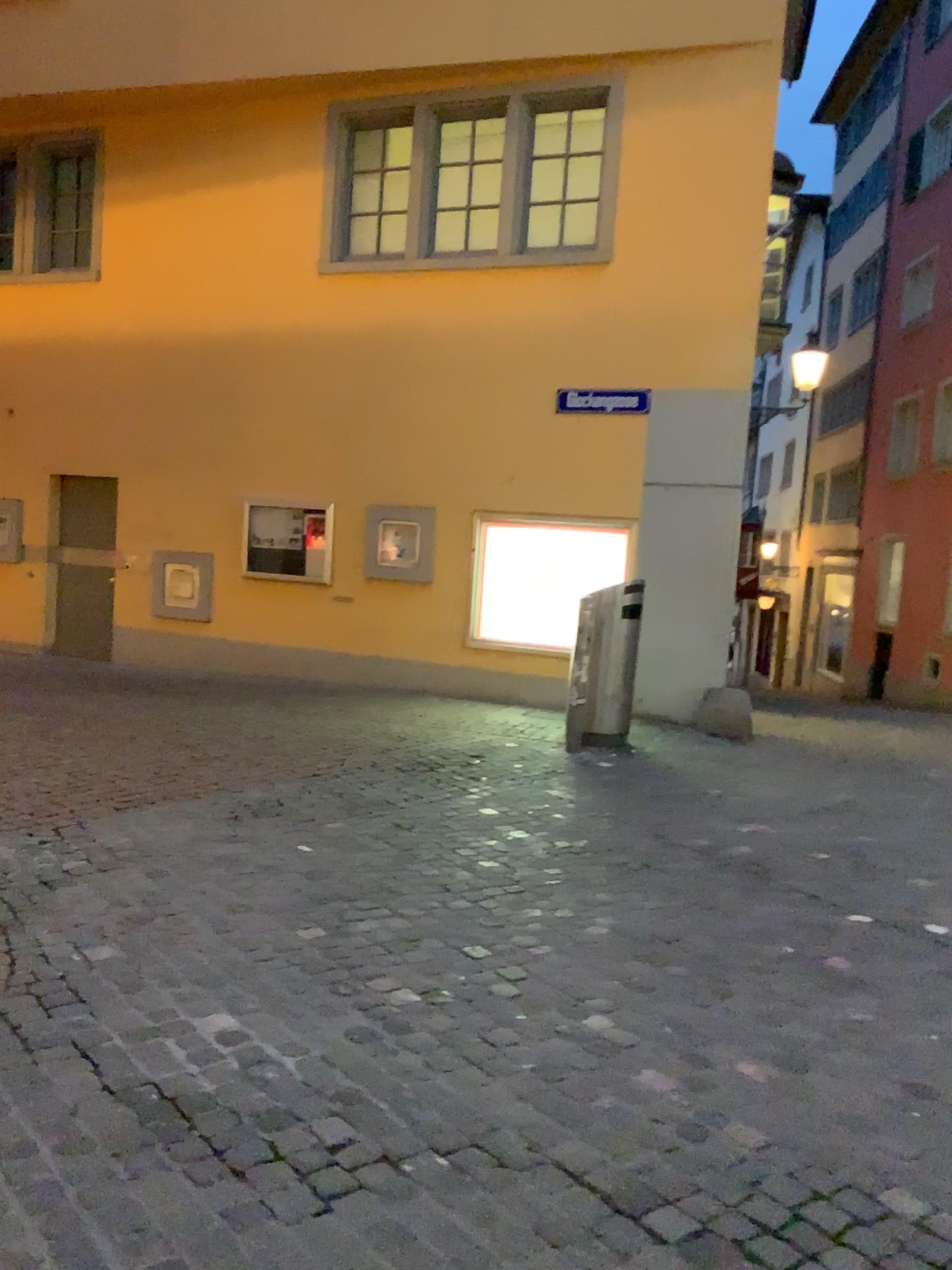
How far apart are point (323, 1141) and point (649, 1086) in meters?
0.9 m
